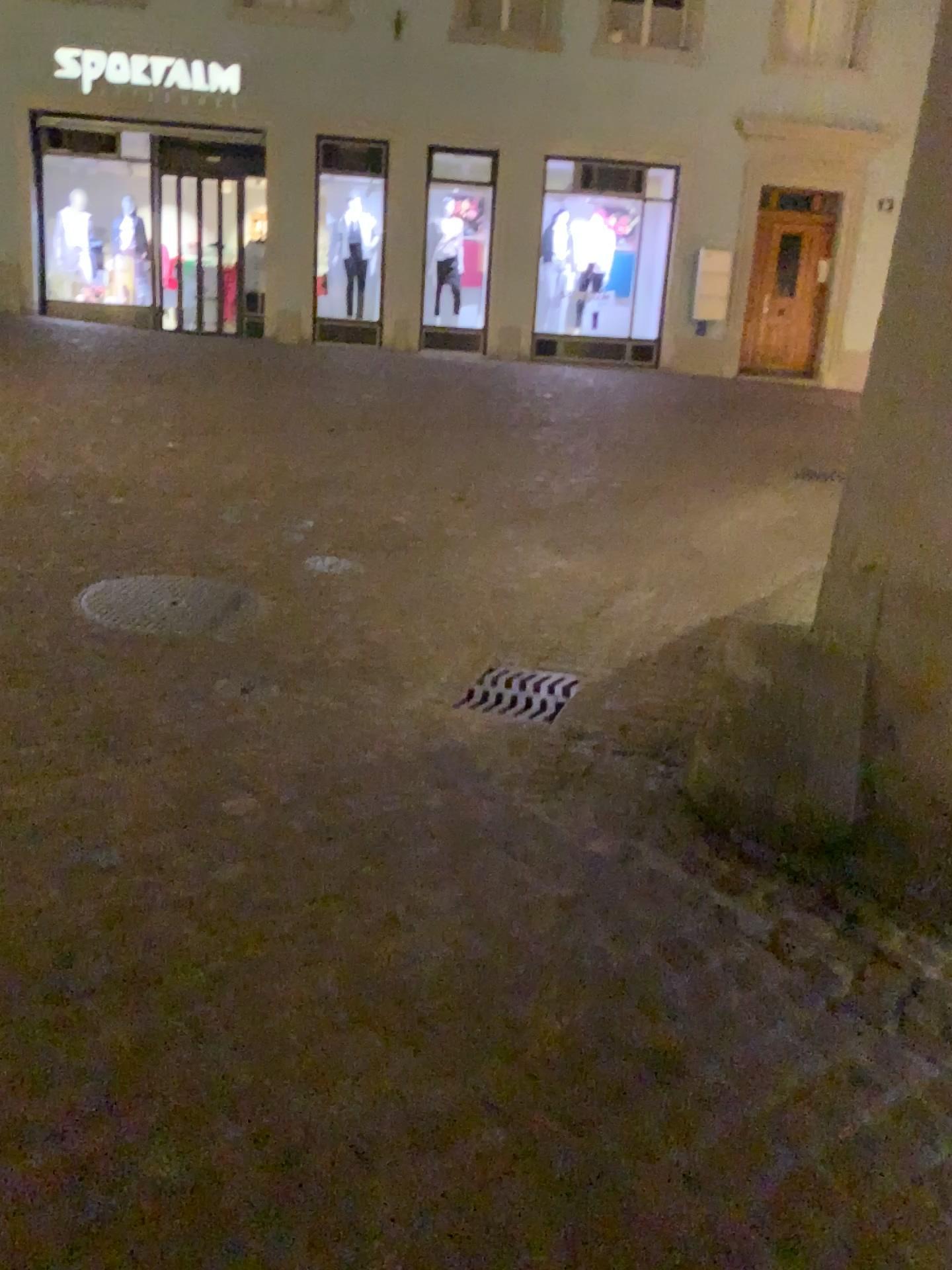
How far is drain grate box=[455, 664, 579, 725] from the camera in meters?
3.6

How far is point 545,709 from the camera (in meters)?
3.57

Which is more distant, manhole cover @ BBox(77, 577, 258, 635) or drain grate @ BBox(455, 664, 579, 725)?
manhole cover @ BBox(77, 577, 258, 635)

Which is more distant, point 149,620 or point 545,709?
point 149,620

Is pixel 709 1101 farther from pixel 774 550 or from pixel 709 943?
pixel 774 550
